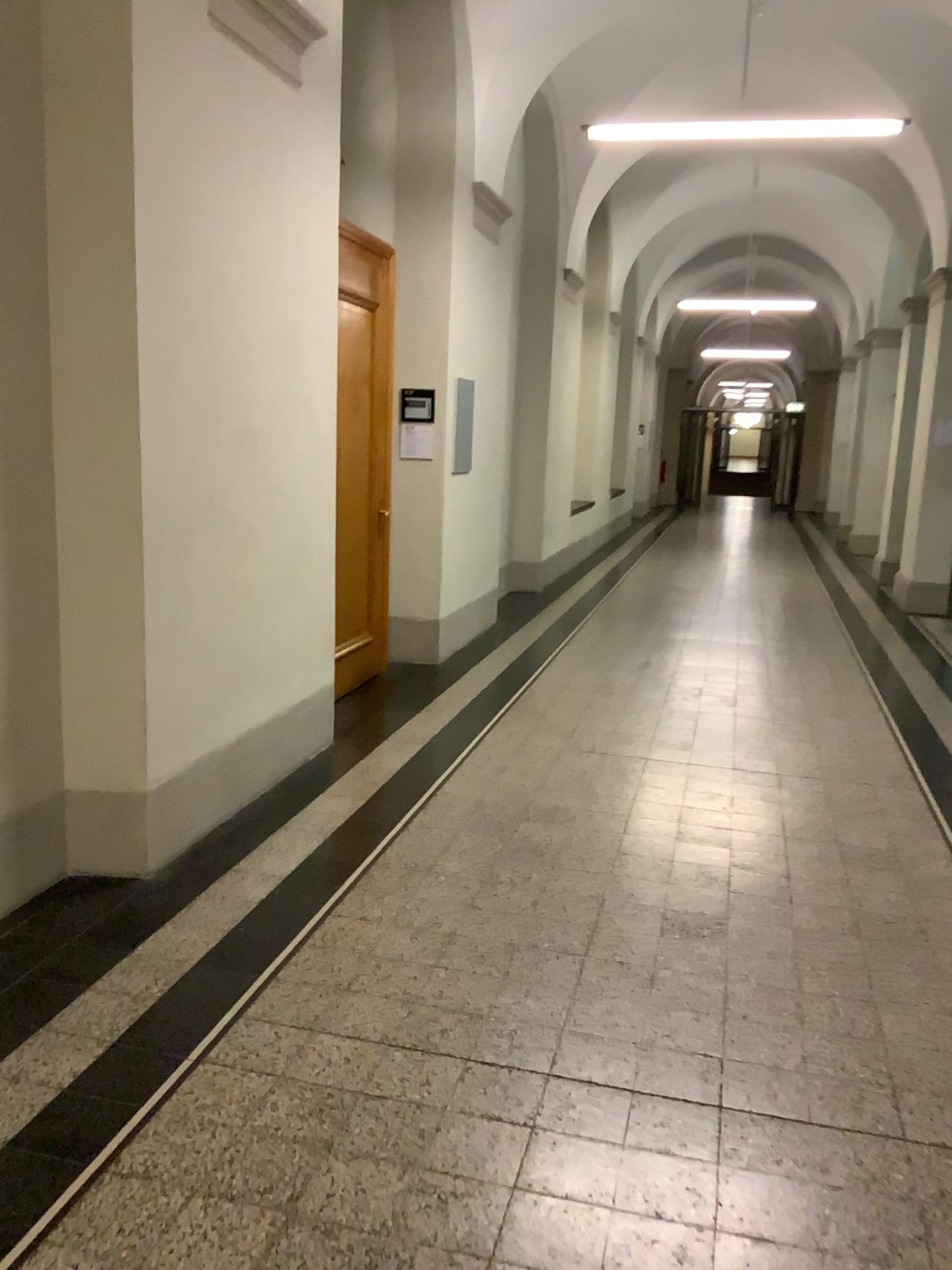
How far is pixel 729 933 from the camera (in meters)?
3.30
